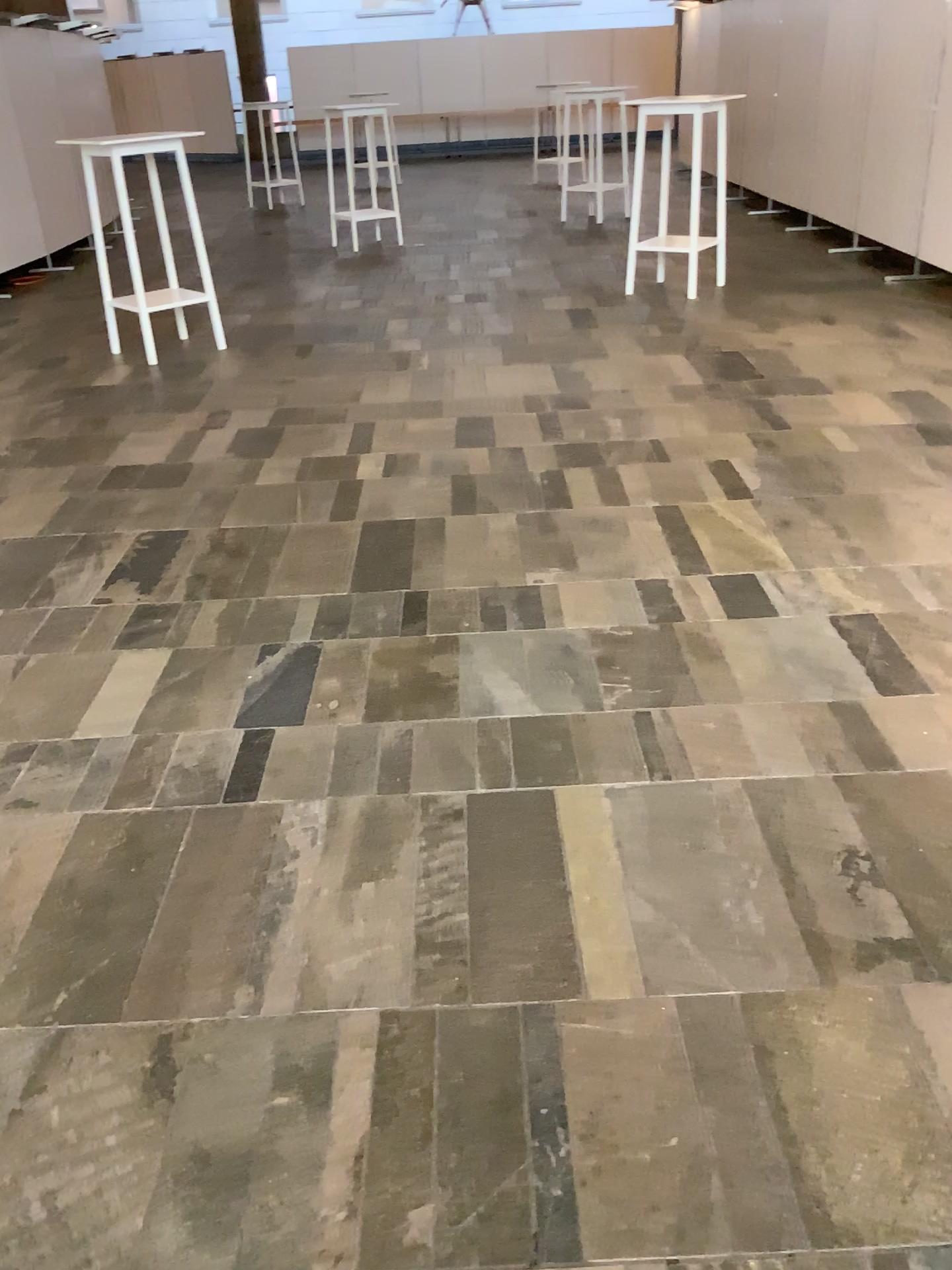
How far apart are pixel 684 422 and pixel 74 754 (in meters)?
3.04
